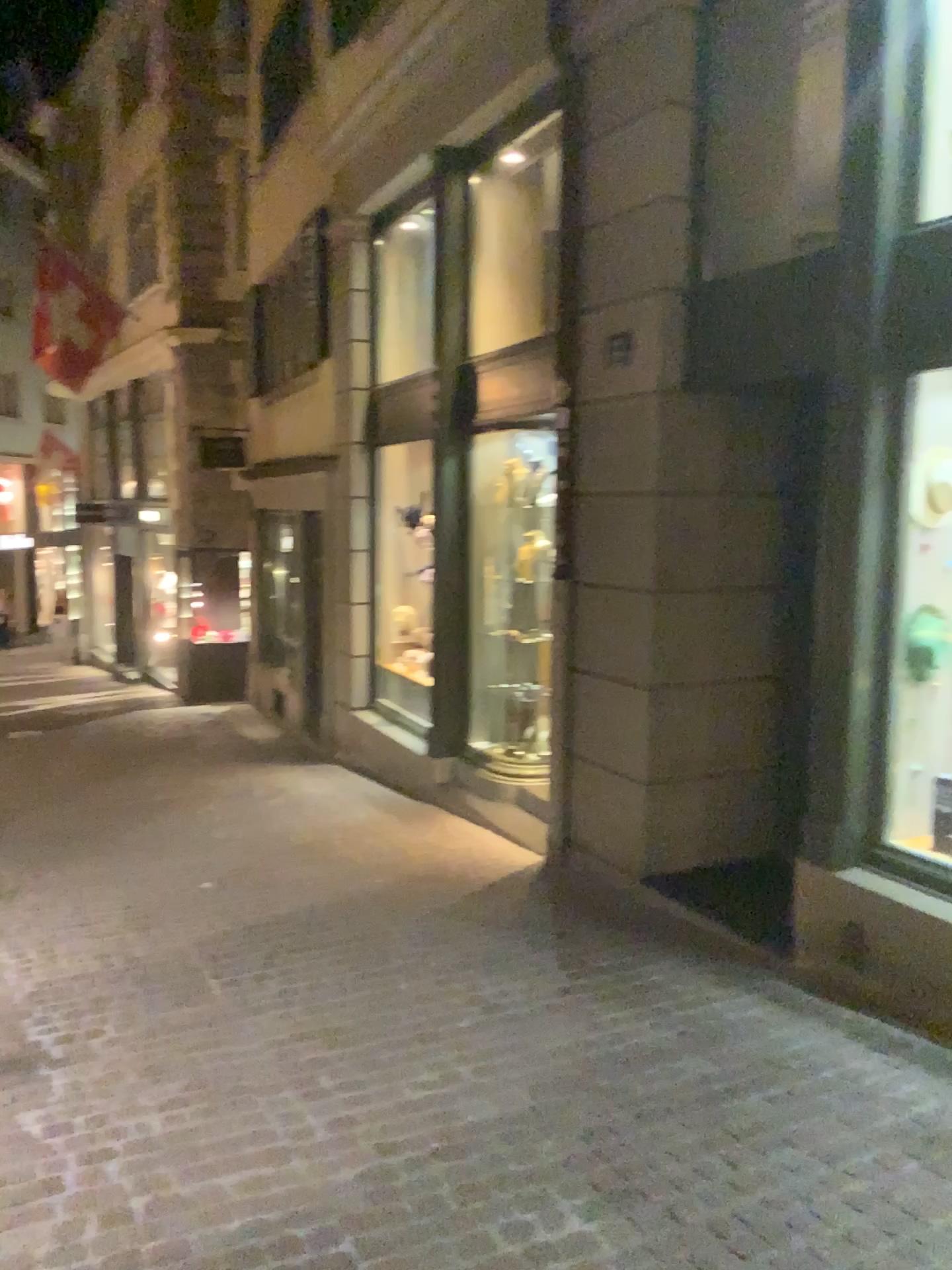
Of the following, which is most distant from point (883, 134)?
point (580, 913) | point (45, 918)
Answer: point (45, 918)
